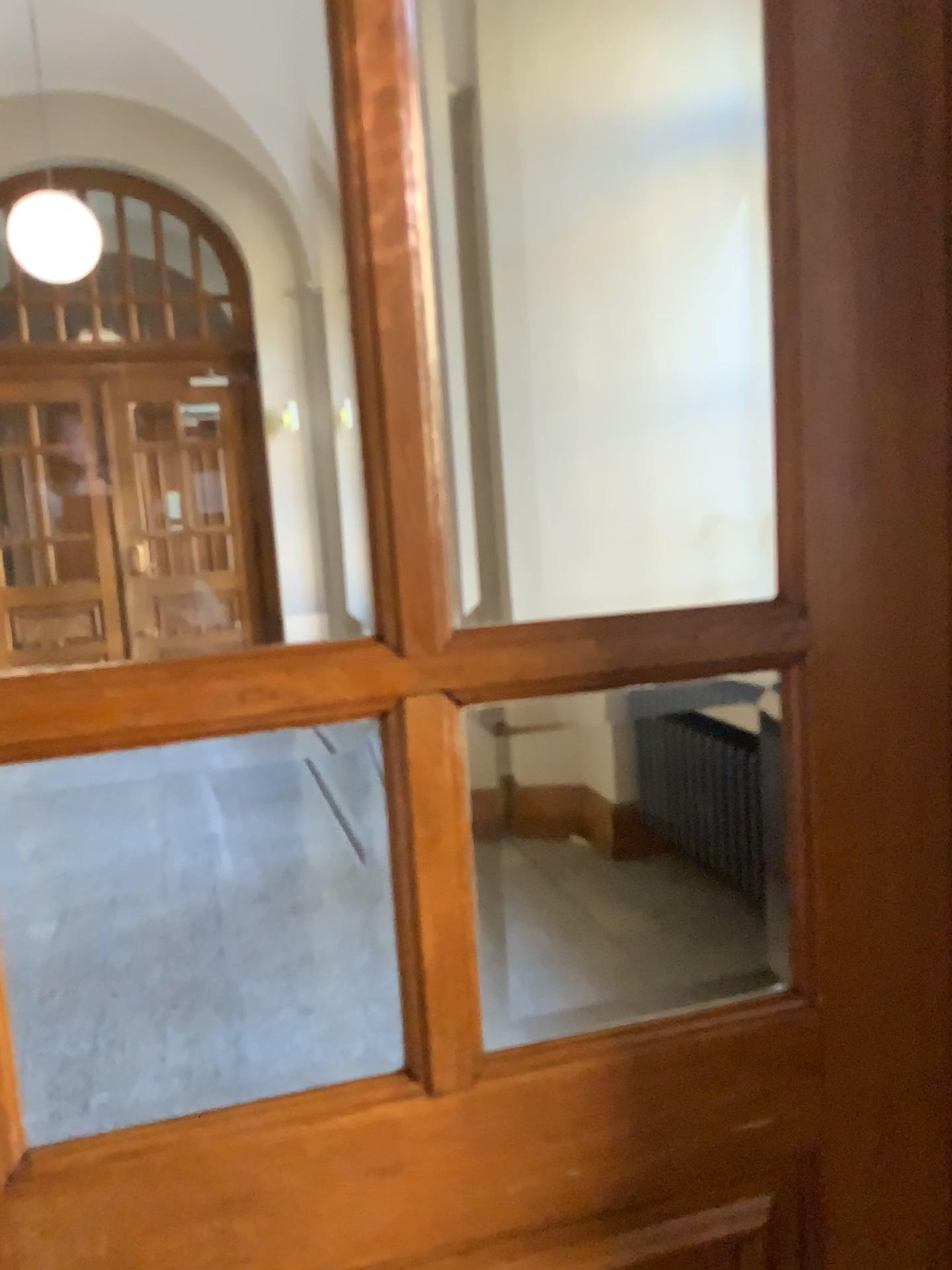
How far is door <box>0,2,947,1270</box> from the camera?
0.8m

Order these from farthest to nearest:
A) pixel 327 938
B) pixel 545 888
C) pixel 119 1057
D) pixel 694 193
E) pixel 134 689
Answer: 1. pixel 694 193
2. pixel 545 888
3. pixel 327 938
4. pixel 119 1057
5. pixel 134 689

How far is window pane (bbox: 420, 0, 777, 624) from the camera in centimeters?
423cm

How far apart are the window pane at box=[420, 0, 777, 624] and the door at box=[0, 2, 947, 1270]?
3.47m

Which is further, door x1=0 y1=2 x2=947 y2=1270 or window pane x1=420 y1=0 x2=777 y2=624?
window pane x1=420 y1=0 x2=777 y2=624

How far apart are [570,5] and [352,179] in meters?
4.1 m

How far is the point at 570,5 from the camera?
4.23m

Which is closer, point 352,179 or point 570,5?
point 352,179
